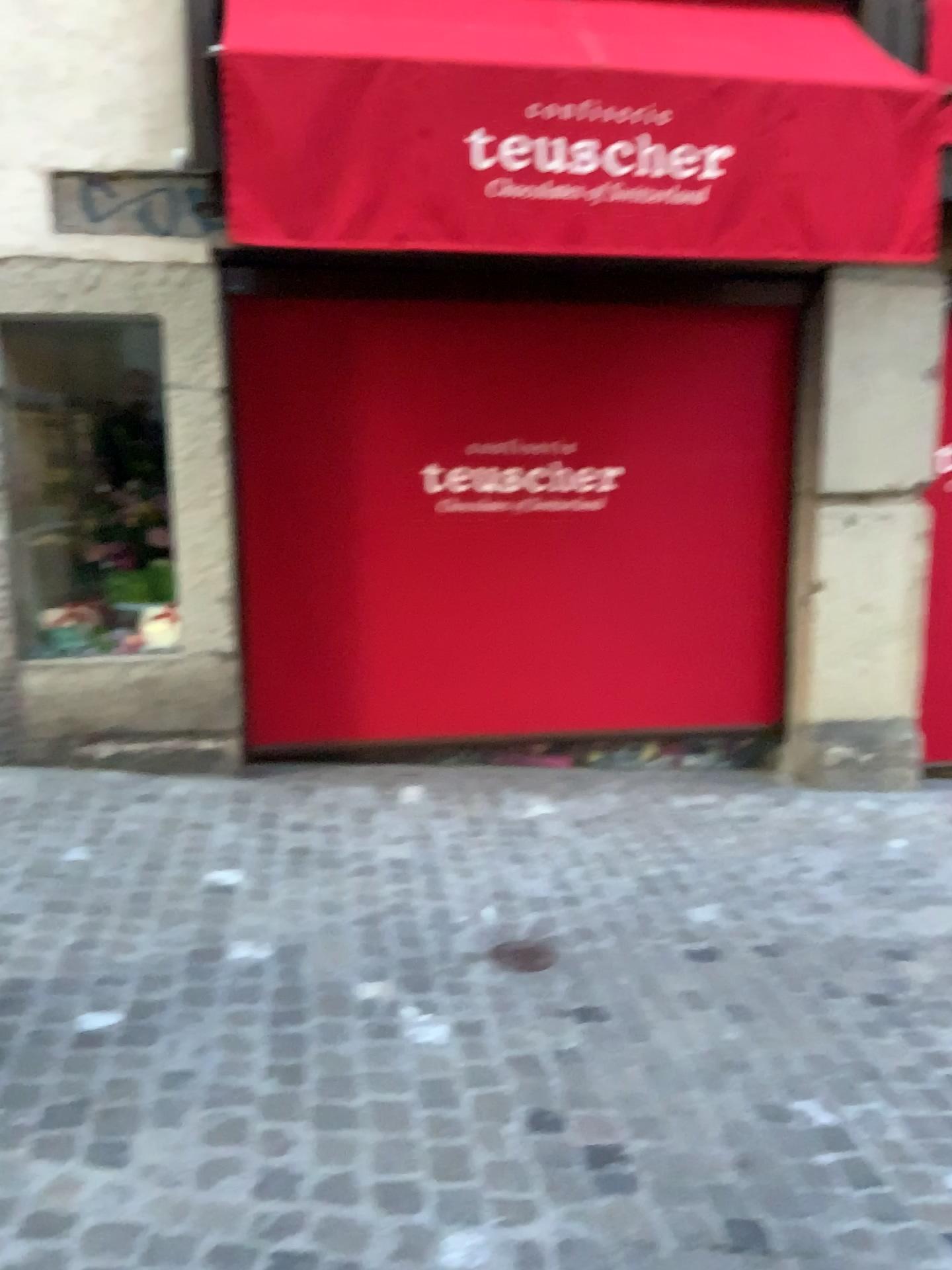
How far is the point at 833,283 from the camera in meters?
4.4

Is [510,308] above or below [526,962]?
above

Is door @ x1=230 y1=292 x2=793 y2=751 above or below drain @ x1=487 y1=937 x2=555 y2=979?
above

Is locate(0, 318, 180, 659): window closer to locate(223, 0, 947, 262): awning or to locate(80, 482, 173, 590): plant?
locate(80, 482, 173, 590): plant

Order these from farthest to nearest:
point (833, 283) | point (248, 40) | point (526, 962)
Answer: point (833, 283)
point (248, 40)
point (526, 962)

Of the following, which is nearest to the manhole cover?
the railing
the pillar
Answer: the pillar

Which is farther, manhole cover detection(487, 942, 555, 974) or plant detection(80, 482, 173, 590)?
plant detection(80, 482, 173, 590)

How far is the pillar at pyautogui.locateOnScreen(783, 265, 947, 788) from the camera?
4.4 meters

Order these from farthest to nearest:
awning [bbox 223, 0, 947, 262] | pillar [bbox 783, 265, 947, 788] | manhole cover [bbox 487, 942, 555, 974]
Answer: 1. pillar [bbox 783, 265, 947, 788]
2. awning [bbox 223, 0, 947, 262]
3. manhole cover [bbox 487, 942, 555, 974]

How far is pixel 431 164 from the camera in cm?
328
